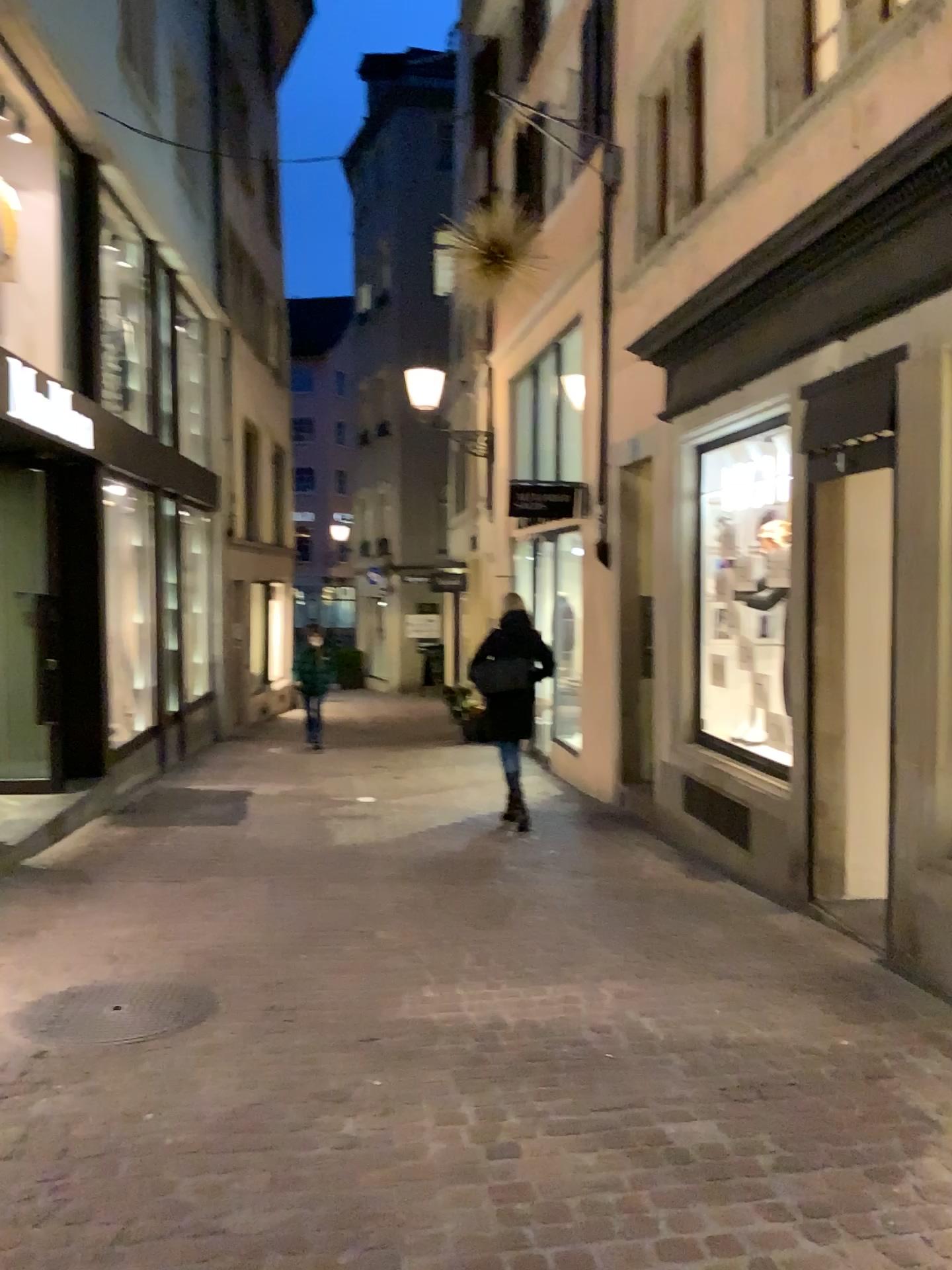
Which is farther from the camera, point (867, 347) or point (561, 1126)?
point (867, 347)
